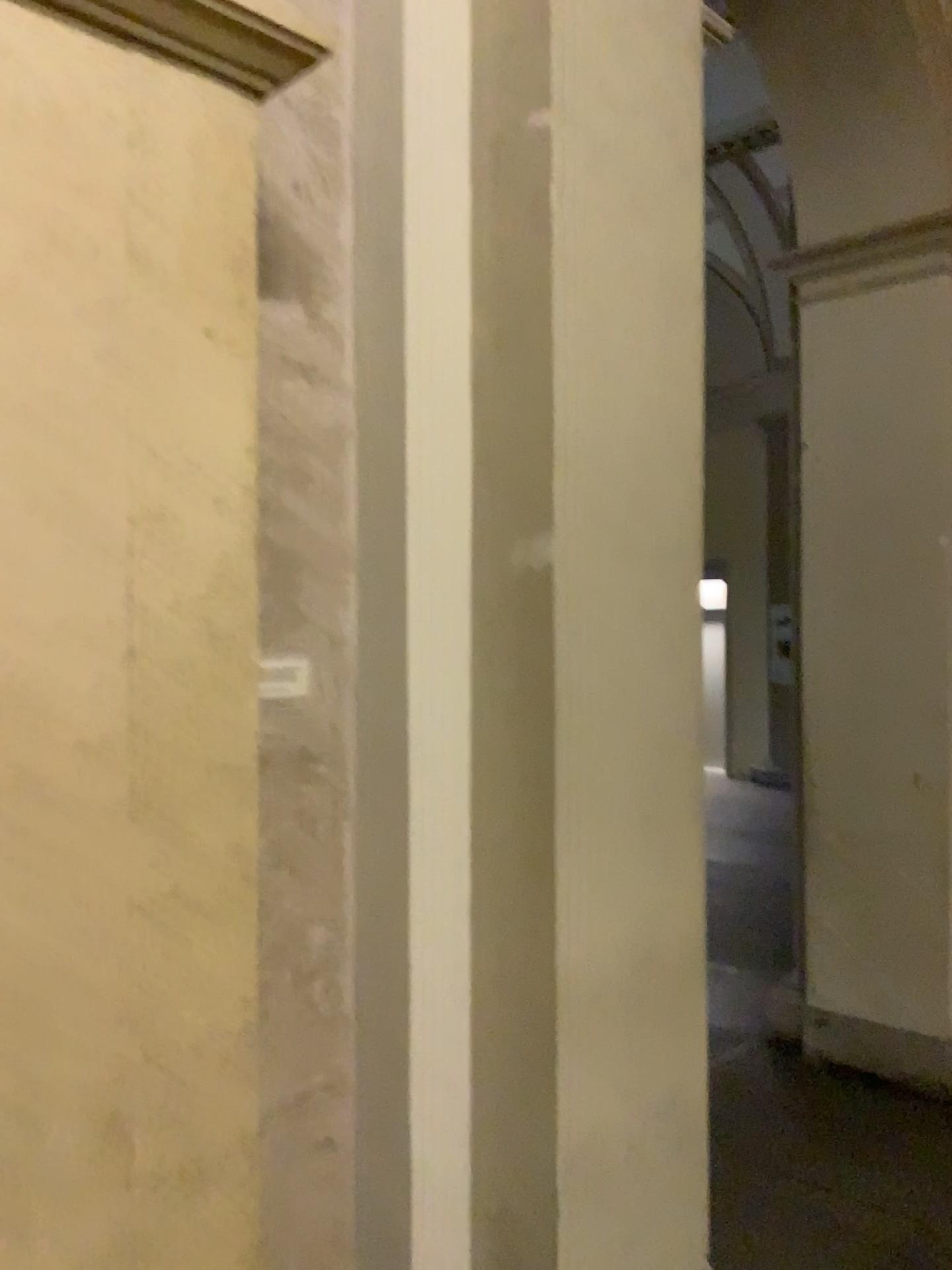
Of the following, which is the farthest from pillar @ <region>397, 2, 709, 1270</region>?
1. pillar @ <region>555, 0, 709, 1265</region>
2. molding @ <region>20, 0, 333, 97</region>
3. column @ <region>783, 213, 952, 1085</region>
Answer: column @ <region>783, 213, 952, 1085</region>

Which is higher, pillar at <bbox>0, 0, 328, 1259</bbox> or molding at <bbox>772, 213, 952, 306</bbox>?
molding at <bbox>772, 213, 952, 306</bbox>

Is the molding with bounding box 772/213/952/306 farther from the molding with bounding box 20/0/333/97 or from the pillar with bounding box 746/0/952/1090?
the molding with bounding box 20/0/333/97

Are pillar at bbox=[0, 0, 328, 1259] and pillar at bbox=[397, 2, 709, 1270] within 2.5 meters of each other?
yes

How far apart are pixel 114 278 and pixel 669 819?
1.5m

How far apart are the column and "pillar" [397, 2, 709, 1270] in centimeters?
207cm

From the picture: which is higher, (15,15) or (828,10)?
(828,10)

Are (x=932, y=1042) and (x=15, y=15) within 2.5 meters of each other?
no

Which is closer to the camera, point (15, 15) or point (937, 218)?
point (15, 15)

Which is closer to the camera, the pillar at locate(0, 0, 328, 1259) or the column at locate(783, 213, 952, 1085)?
the pillar at locate(0, 0, 328, 1259)
